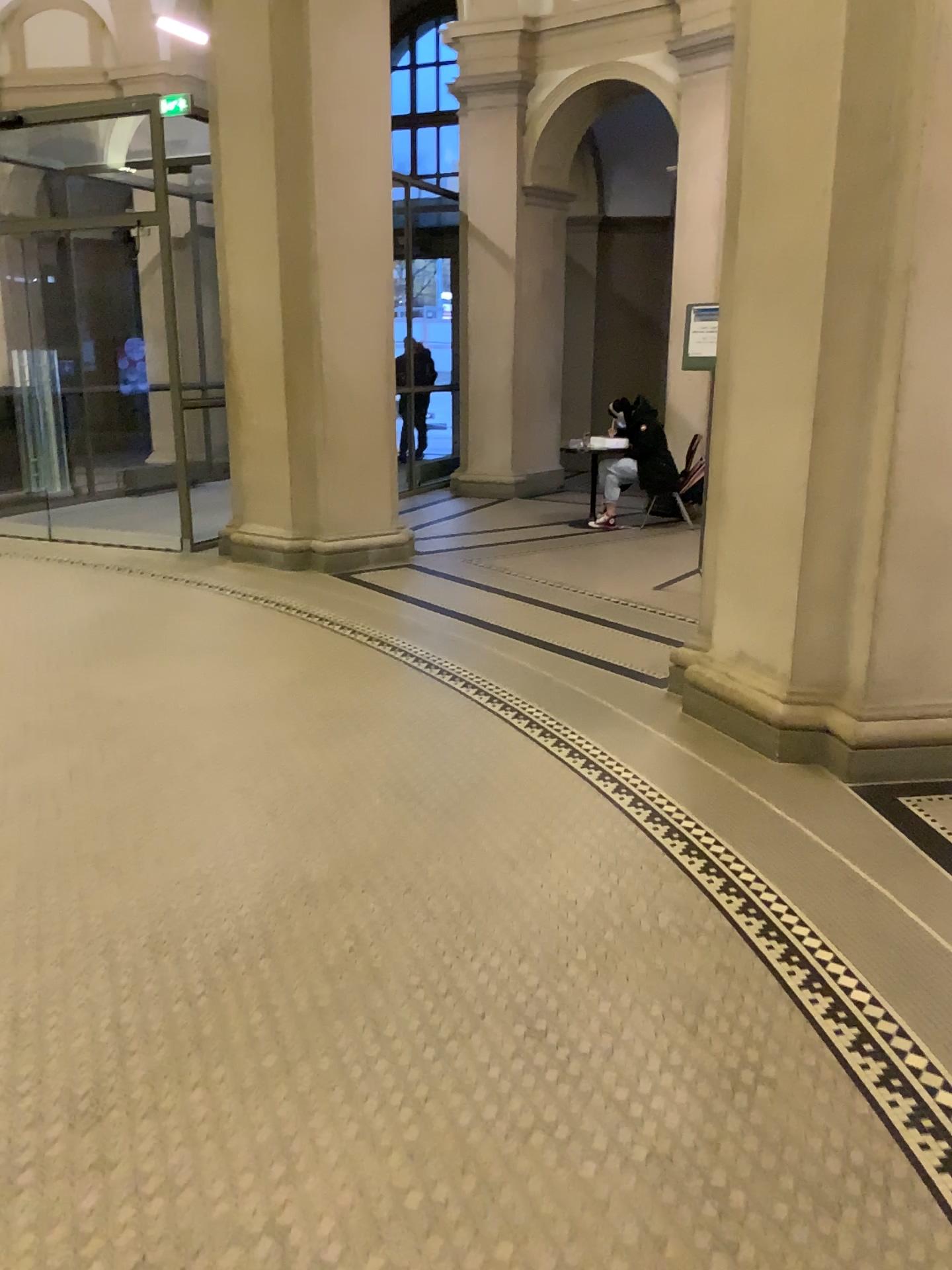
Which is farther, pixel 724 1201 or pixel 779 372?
pixel 779 372
